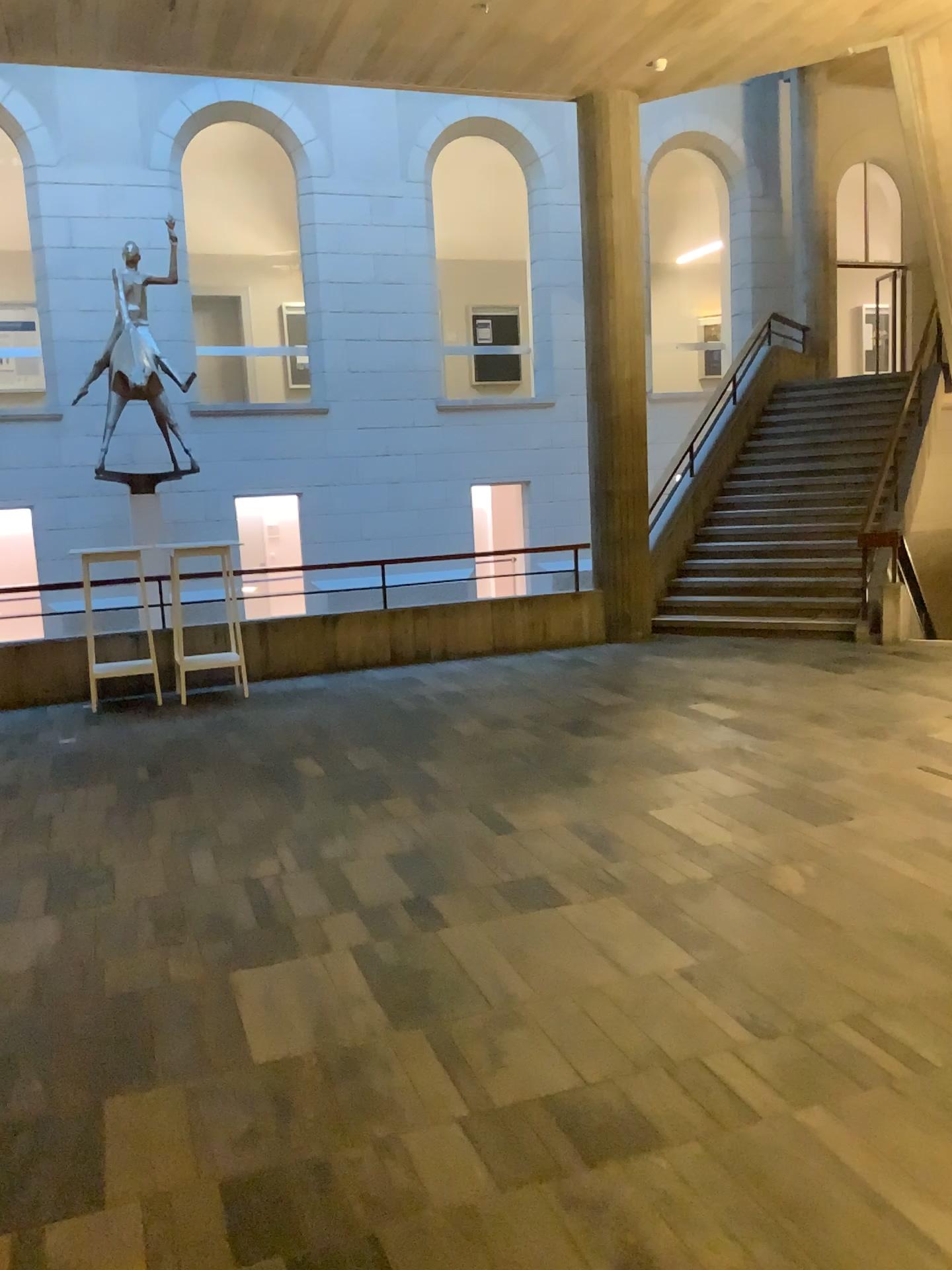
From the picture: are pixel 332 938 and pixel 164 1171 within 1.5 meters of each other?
yes
